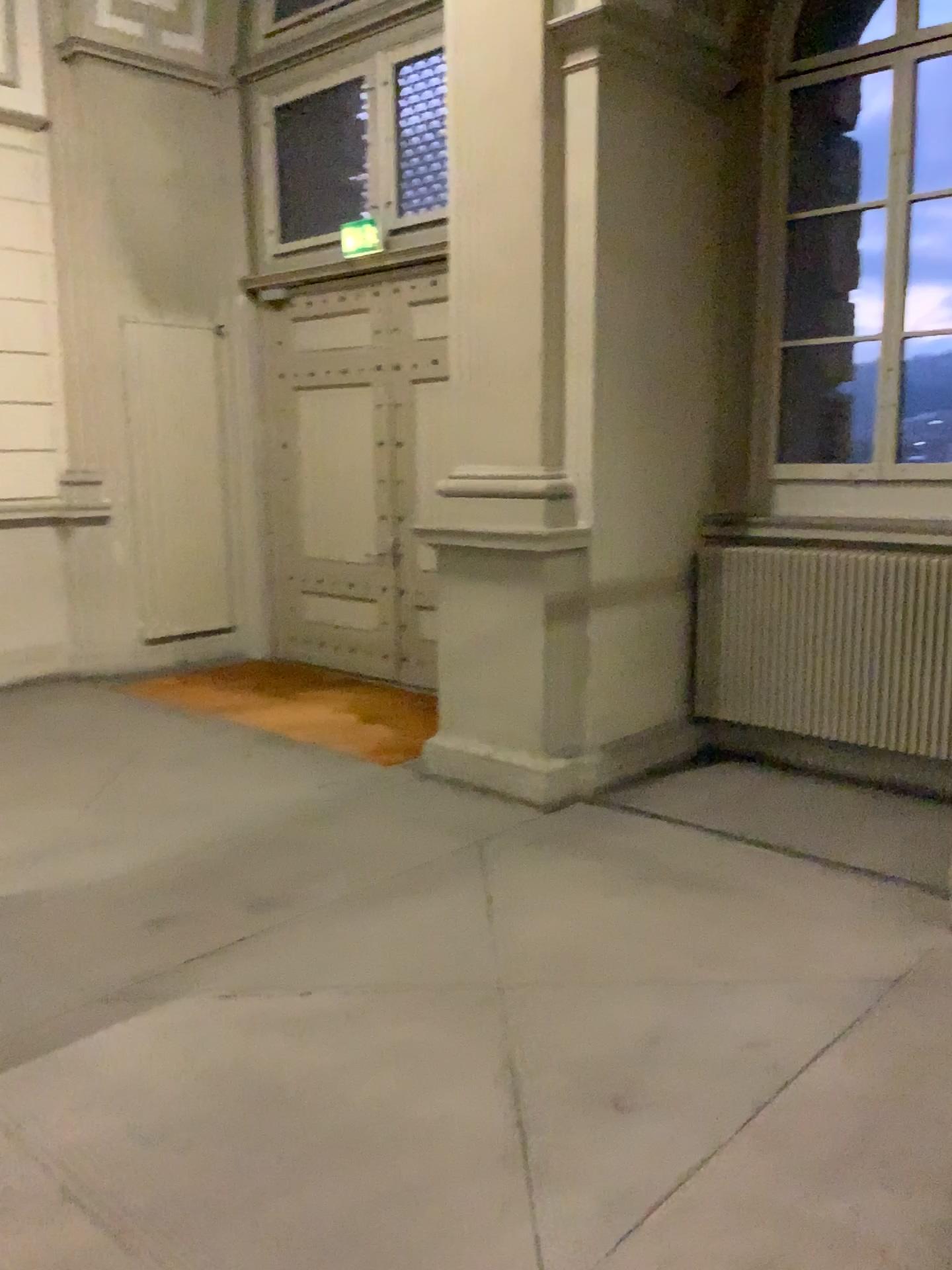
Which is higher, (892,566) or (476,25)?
(476,25)

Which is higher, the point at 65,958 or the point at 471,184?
the point at 471,184
